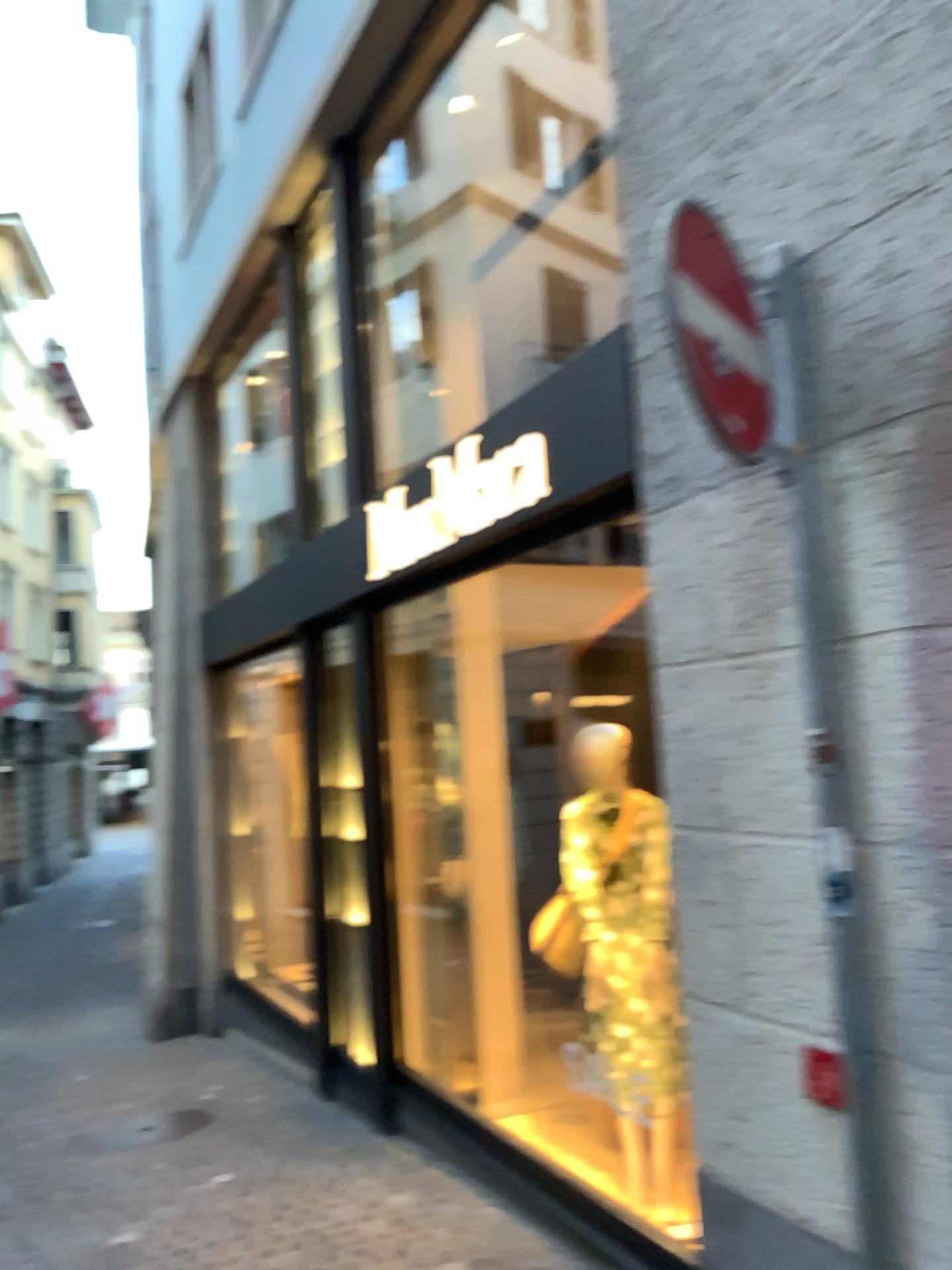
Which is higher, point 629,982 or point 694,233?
point 694,233

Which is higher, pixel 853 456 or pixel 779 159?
pixel 779 159

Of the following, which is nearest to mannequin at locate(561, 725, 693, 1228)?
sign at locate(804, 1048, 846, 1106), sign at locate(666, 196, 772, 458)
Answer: sign at locate(804, 1048, 846, 1106)

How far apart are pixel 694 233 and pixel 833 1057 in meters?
1.8

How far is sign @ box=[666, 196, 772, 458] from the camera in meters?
2.3 m

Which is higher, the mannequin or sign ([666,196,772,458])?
sign ([666,196,772,458])

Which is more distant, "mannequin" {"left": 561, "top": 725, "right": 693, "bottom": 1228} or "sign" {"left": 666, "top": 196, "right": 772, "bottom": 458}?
"mannequin" {"left": 561, "top": 725, "right": 693, "bottom": 1228}

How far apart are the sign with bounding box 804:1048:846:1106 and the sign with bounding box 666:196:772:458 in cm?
132

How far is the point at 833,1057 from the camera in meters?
2.3

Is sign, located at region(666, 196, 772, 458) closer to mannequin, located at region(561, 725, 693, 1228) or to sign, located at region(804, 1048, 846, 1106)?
sign, located at region(804, 1048, 846, 1106)
